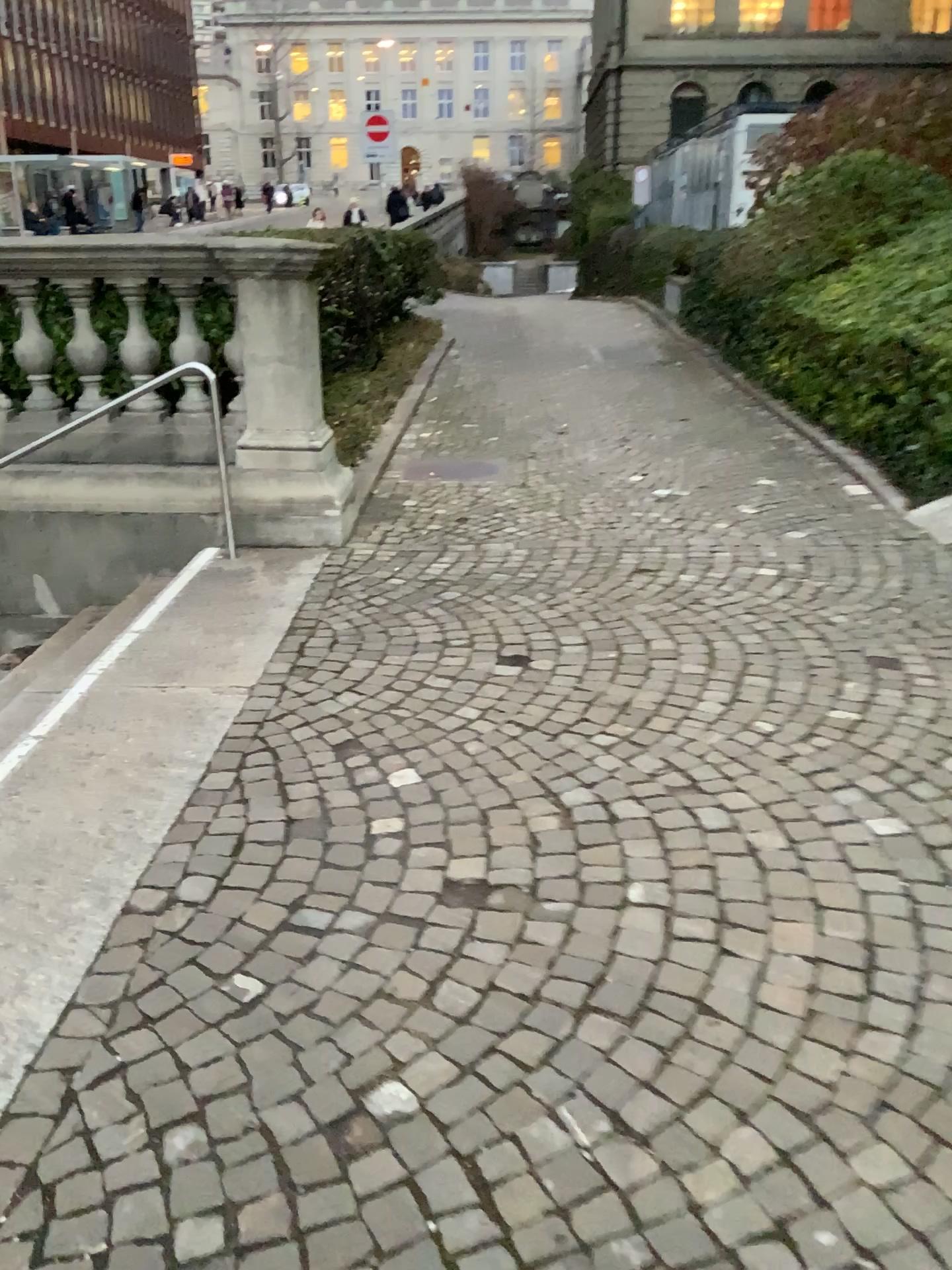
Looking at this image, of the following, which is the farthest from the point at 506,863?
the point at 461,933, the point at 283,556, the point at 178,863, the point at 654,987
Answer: the point at 283,556
